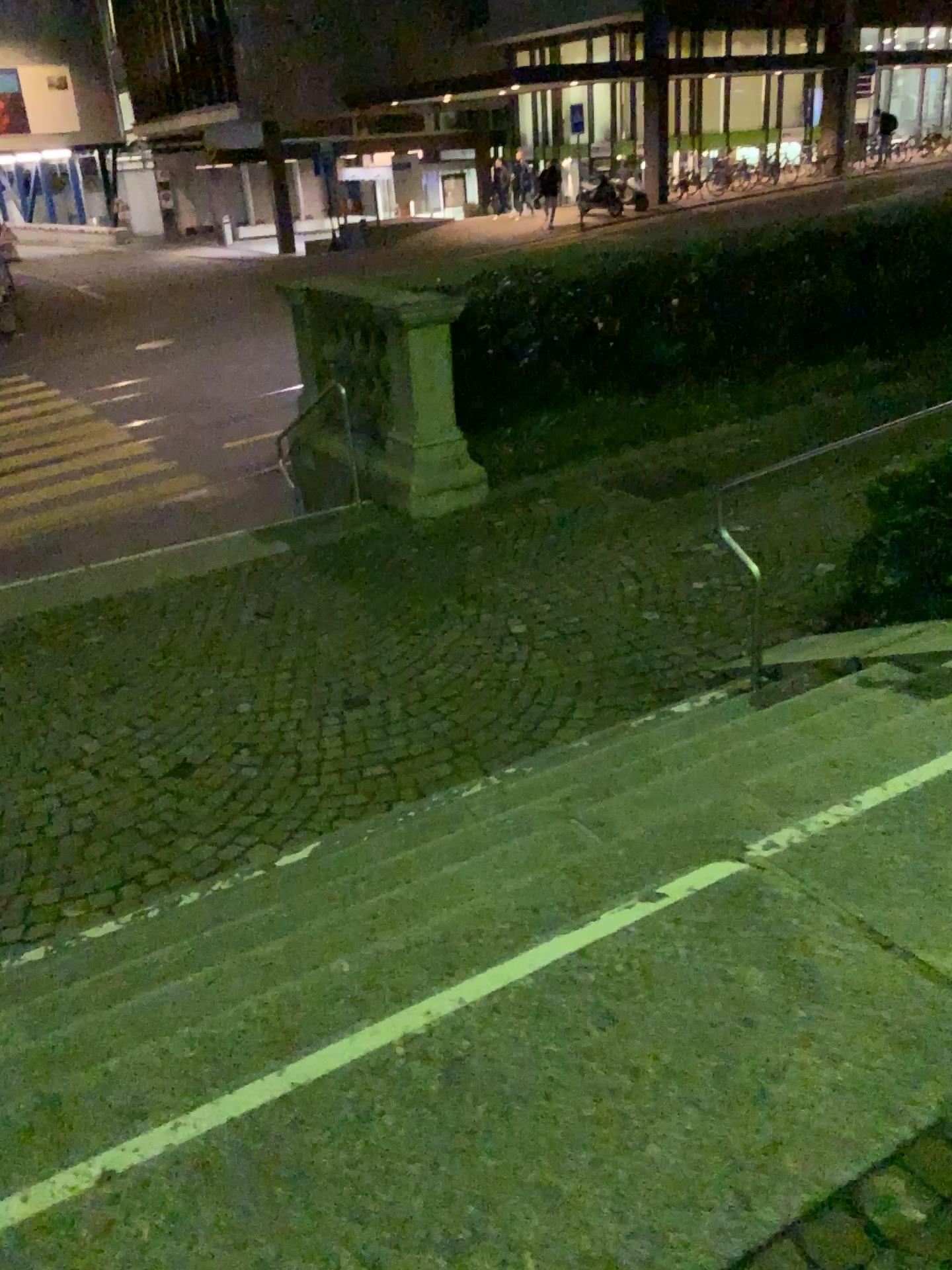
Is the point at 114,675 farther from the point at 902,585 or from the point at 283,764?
the point at 902,585
